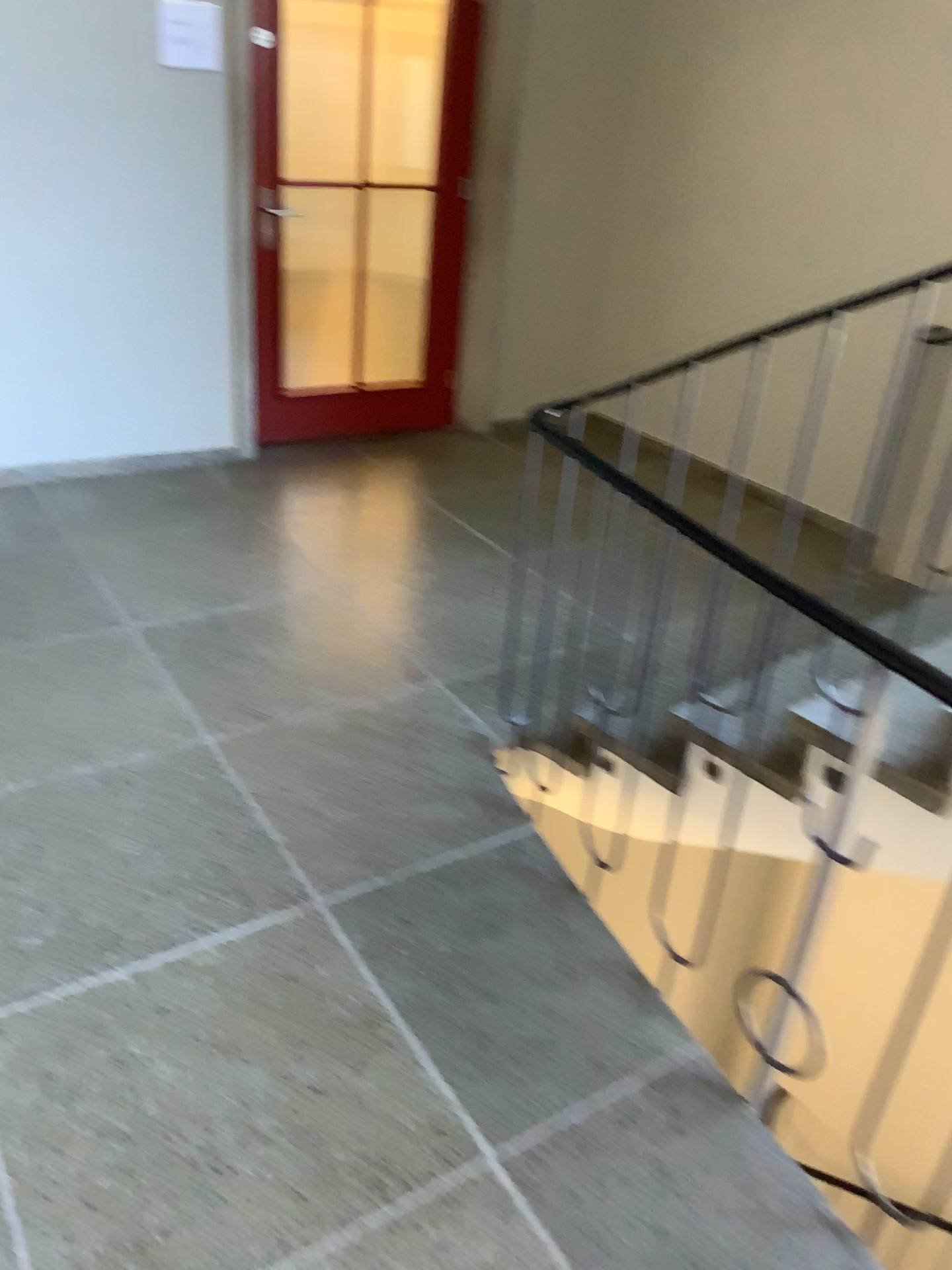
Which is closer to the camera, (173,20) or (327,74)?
(173,20)

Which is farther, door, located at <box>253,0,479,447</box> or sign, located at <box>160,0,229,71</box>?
door, located at <box>253,0,479,447</box>

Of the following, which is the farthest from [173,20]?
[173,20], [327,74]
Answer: [327,74]

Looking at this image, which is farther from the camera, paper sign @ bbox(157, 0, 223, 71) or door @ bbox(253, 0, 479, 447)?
door @ bbox(253, 0, 479, 447)

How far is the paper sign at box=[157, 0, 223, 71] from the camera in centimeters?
372cm

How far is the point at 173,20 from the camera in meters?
3.7 m

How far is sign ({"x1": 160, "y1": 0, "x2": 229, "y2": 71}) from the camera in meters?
3.7 m

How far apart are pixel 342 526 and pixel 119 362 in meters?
1.1 m
